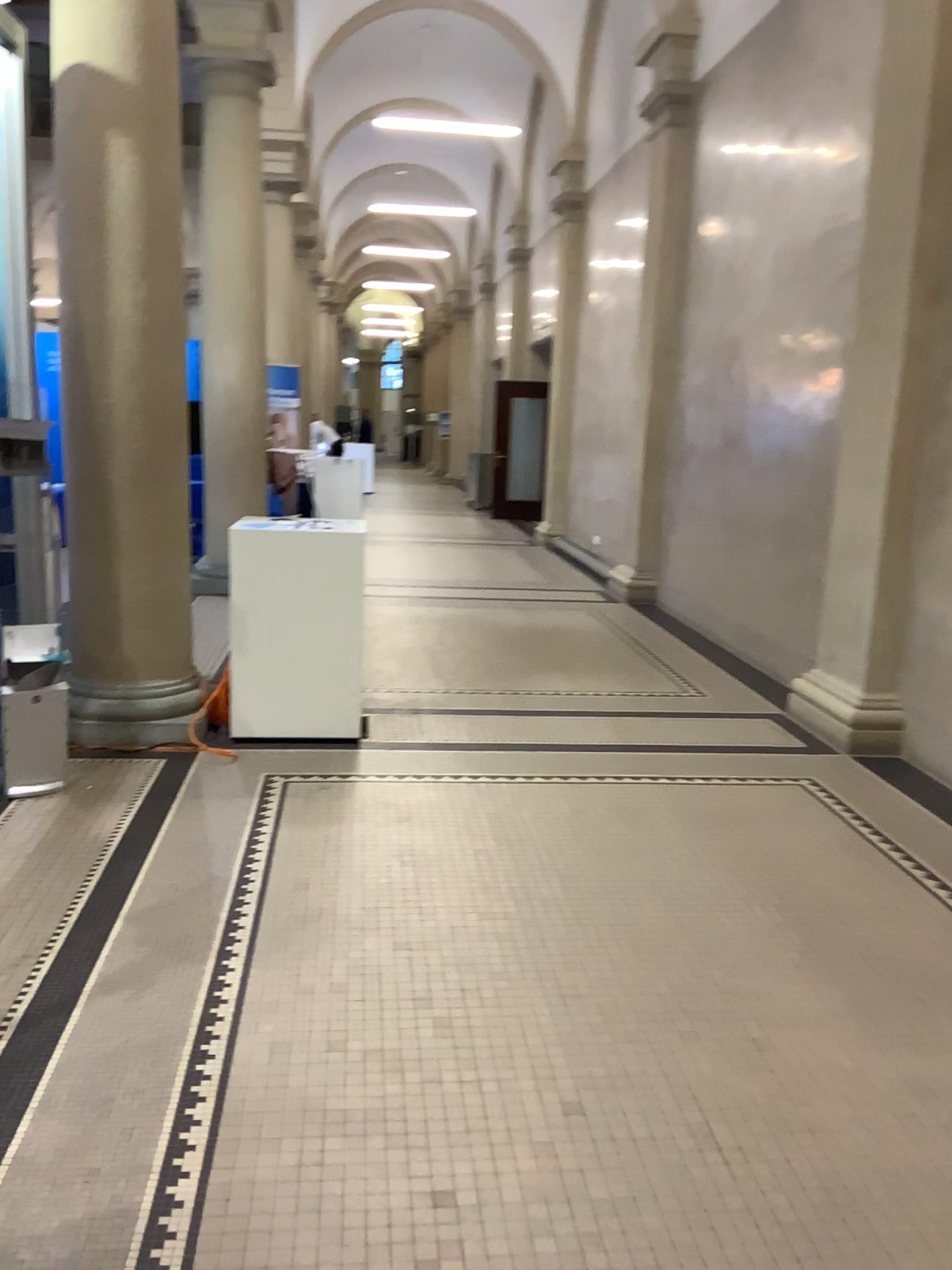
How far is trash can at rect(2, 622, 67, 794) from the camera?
4.0m

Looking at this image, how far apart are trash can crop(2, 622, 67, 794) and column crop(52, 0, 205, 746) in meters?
0.4 m

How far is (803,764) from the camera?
4.86m

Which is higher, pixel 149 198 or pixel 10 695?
pixel 149 198

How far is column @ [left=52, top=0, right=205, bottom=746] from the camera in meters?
4.5

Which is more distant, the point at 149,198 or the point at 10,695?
the point at 149,198

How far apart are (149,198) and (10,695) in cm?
216

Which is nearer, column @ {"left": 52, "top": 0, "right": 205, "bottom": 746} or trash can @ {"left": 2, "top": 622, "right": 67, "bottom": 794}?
trash can @ {"left": 2, "top": 622, "right": 67, "bottom": 794}
